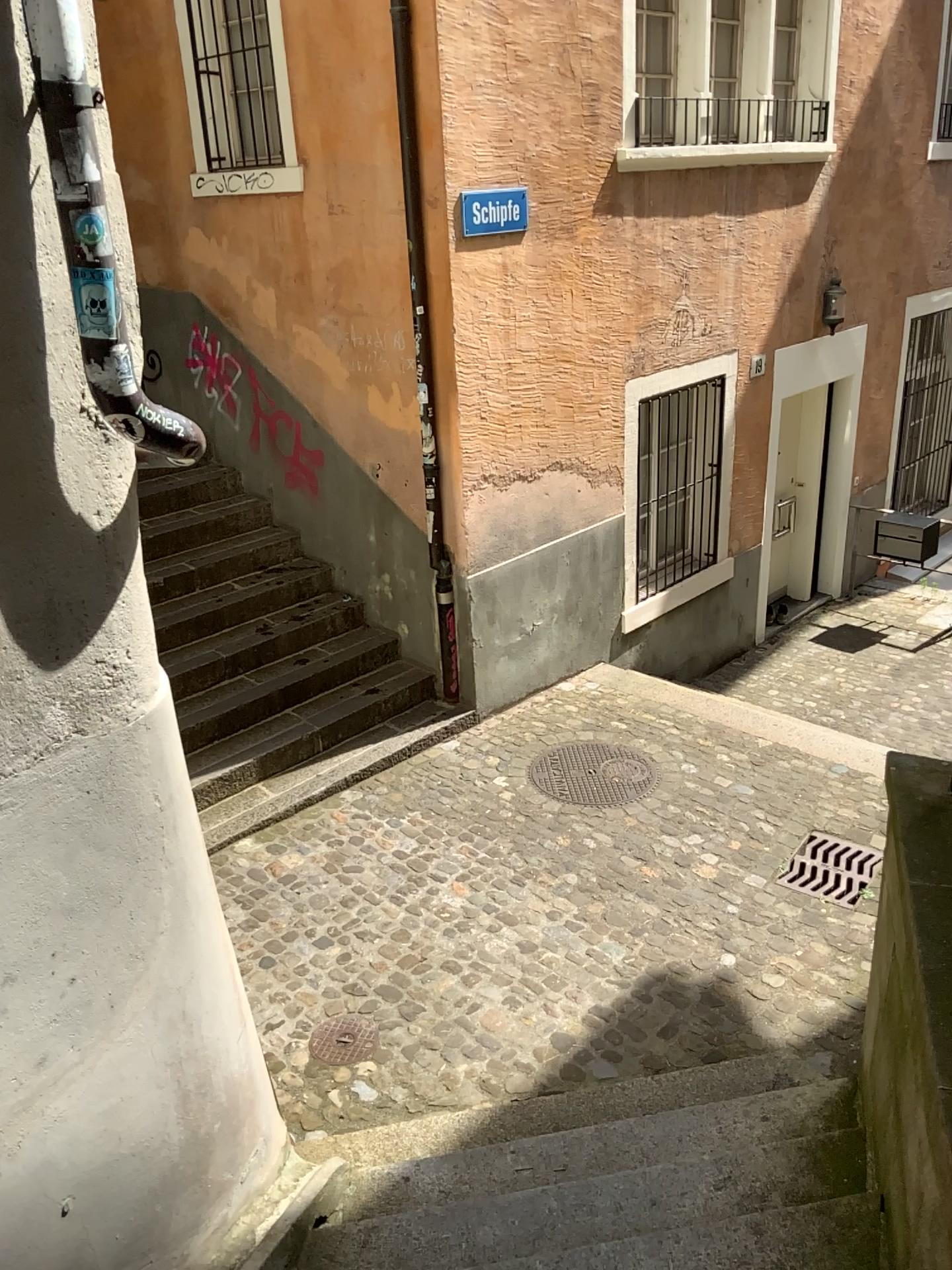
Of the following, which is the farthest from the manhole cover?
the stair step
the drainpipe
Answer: the drainpipe

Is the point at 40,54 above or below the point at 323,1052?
above

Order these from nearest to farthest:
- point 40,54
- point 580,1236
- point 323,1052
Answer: point 40,54 → point 580,1236 → point 323,1052

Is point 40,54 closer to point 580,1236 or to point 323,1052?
point 580,1236

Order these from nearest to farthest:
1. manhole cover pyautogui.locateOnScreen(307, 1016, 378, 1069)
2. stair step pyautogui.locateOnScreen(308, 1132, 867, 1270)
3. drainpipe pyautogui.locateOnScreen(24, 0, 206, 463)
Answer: drainpipe pyautogui.locateOnScreen(24, 0, 206, 463) → stair step pyautogui.locateOnScreen(308, 1132, 867, 1270) → manhole cover pyautogui.locateOnScreen(307, 1016, 378, 1069)

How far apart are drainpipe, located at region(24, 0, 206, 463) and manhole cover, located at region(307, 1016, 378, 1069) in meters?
2.8

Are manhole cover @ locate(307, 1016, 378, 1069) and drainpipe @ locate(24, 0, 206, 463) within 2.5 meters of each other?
no

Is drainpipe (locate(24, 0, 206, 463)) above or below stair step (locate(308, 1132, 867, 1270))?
above

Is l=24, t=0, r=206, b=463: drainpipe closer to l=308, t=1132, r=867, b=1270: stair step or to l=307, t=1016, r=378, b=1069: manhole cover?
l=308, t=1132, r=867, b=1270: stair step

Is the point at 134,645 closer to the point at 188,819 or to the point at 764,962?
the point at 188,819
